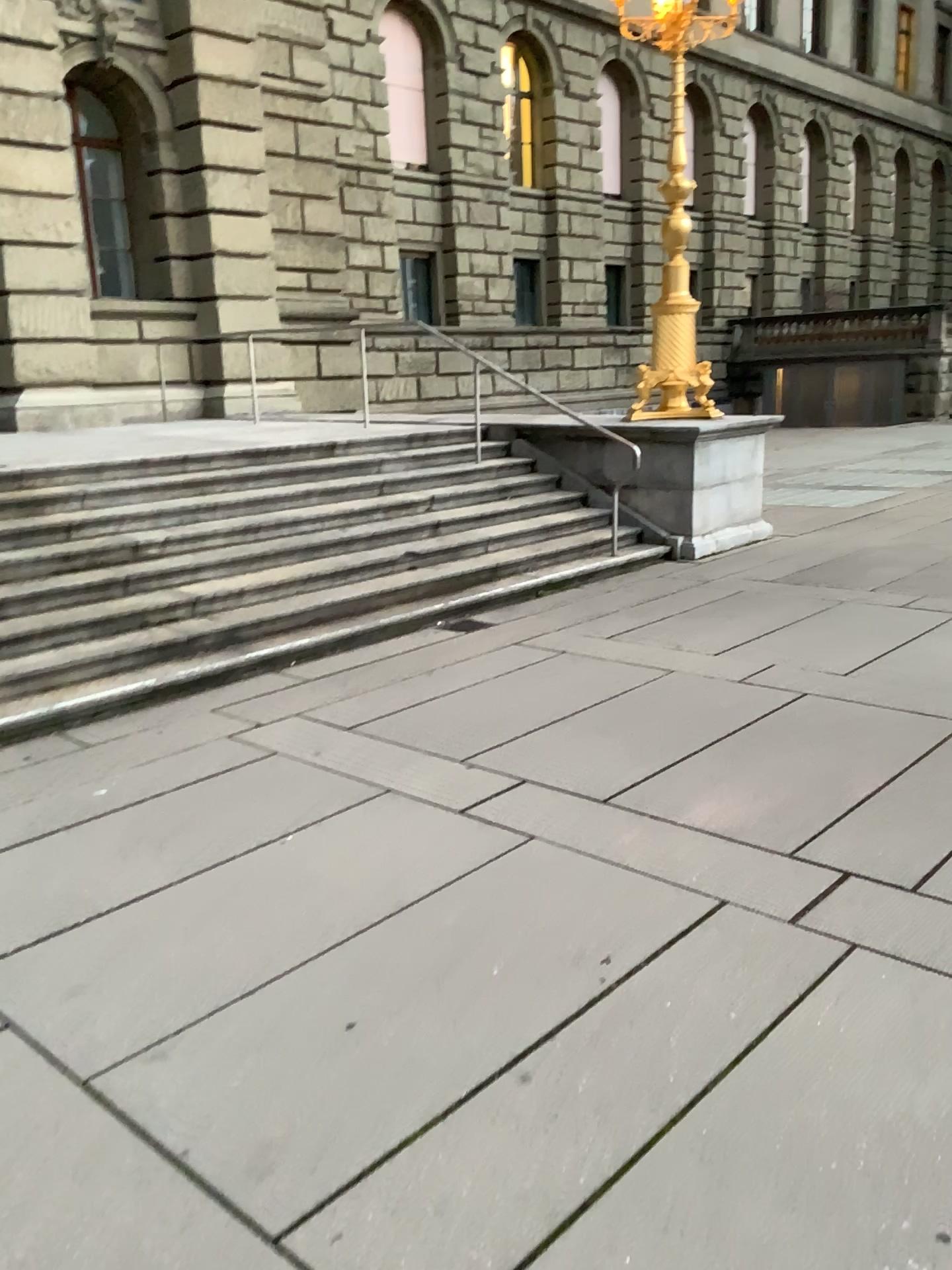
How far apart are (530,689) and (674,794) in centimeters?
149cm
